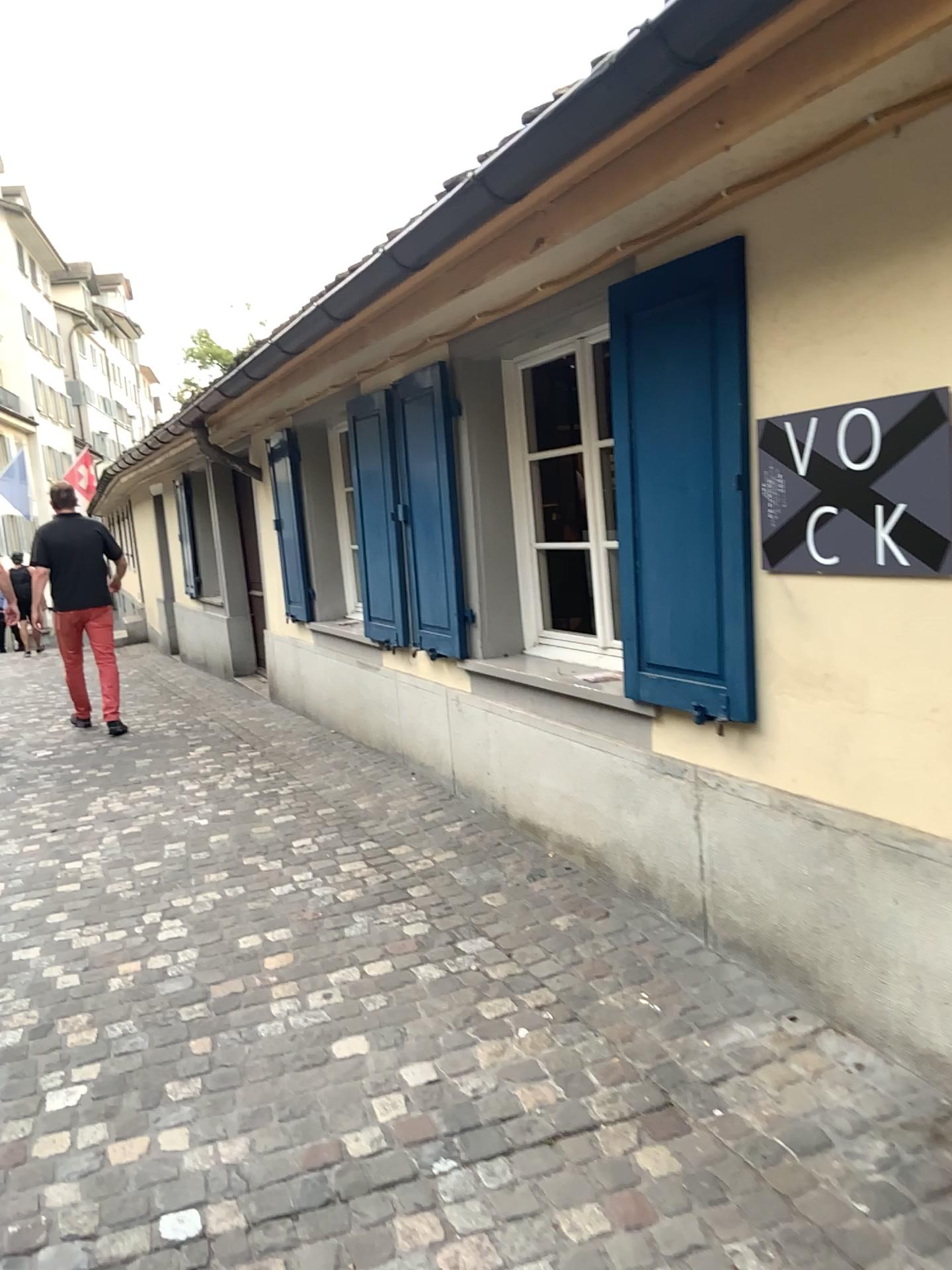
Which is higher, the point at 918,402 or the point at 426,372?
the point at 426,372

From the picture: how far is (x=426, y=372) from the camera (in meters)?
4.52

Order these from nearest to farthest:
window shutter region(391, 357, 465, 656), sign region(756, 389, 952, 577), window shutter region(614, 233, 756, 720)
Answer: sign region(756, 389, 952, 577) < window shutter region(614, 233, 756, 720) < window shutter region(391, 357, 465, 656)

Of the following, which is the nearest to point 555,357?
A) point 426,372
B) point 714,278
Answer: point 426,372

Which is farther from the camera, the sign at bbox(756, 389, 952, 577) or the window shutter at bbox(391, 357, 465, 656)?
the window shutter at bbox(391, 357, 465, 656)

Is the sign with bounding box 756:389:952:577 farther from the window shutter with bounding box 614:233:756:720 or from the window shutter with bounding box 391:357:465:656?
the window shutter with bounding box 391:357:465:656

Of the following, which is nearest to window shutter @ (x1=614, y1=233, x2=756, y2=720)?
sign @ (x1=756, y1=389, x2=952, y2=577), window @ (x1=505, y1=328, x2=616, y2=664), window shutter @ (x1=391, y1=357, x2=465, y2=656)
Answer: sign @ (x1=756, y1=389, x2=952, y2=577)

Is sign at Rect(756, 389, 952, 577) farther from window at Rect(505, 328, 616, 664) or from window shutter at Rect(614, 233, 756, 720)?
window at Rect(505, 328, 616, 664)

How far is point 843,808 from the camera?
2.5 meters

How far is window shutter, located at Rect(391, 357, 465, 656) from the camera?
4.5m
